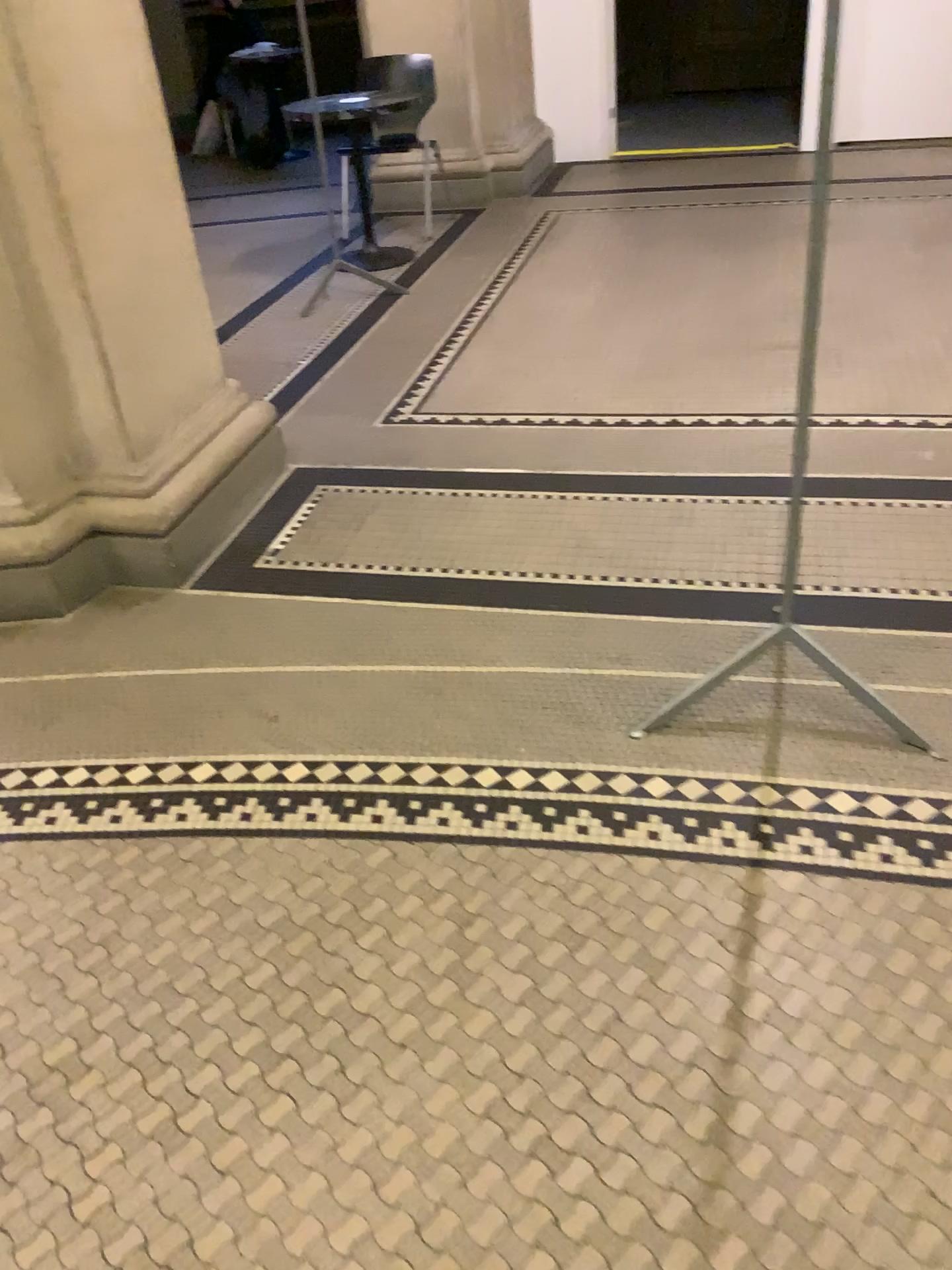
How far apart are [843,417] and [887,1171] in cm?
234

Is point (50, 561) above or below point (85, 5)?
below
